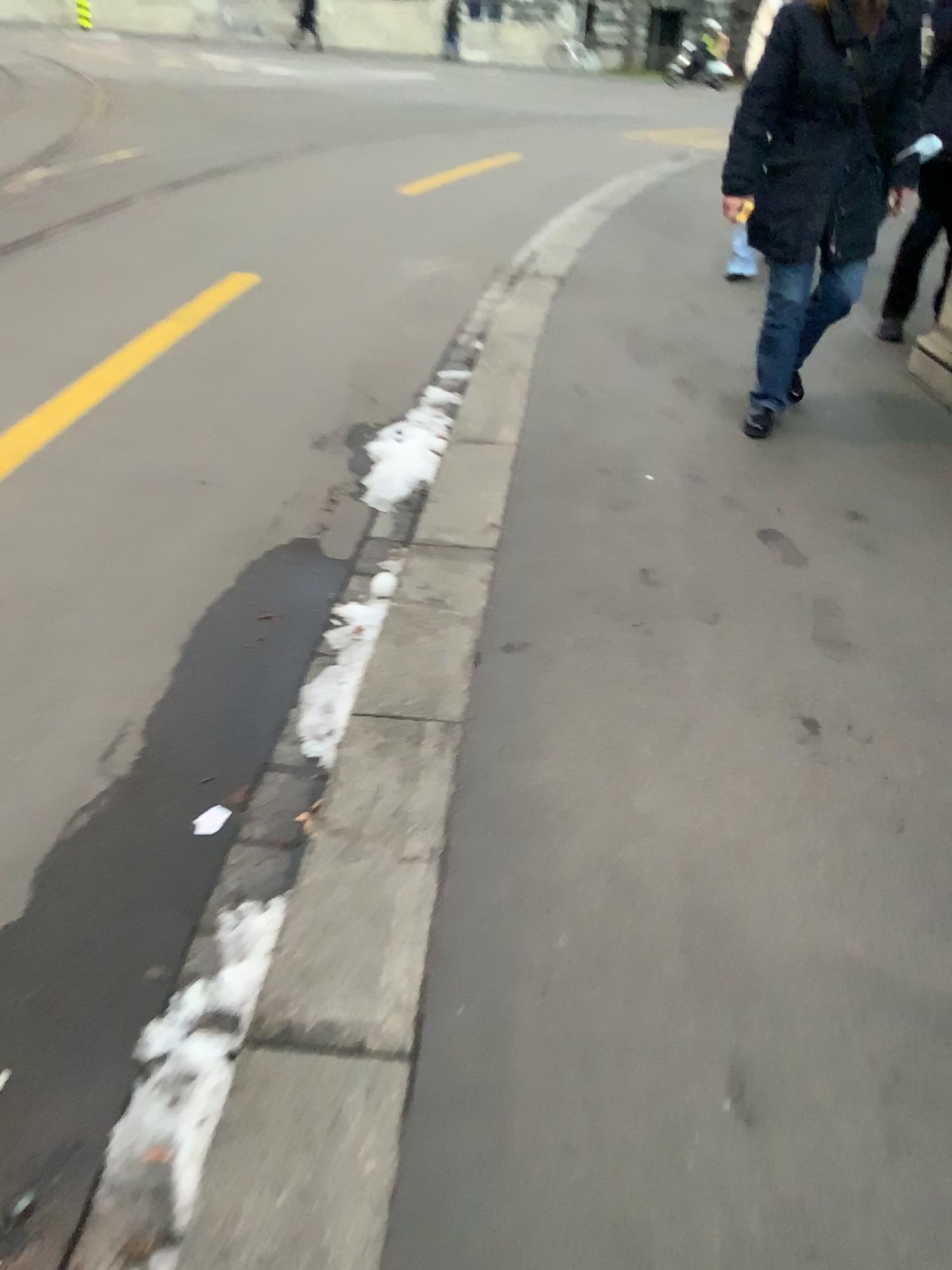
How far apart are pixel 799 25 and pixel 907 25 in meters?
0.3 m

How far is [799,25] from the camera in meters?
3.2 m

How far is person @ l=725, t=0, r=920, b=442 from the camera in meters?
3.2

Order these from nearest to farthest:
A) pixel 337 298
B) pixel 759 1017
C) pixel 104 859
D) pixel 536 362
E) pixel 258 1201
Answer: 1. pixel 258 1201
2. pixel 759 1017
3. pixel 104 859
4. pixel 536 362
5. pixel 337 298

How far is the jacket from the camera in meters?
3.2

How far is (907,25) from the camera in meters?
3.2 m
